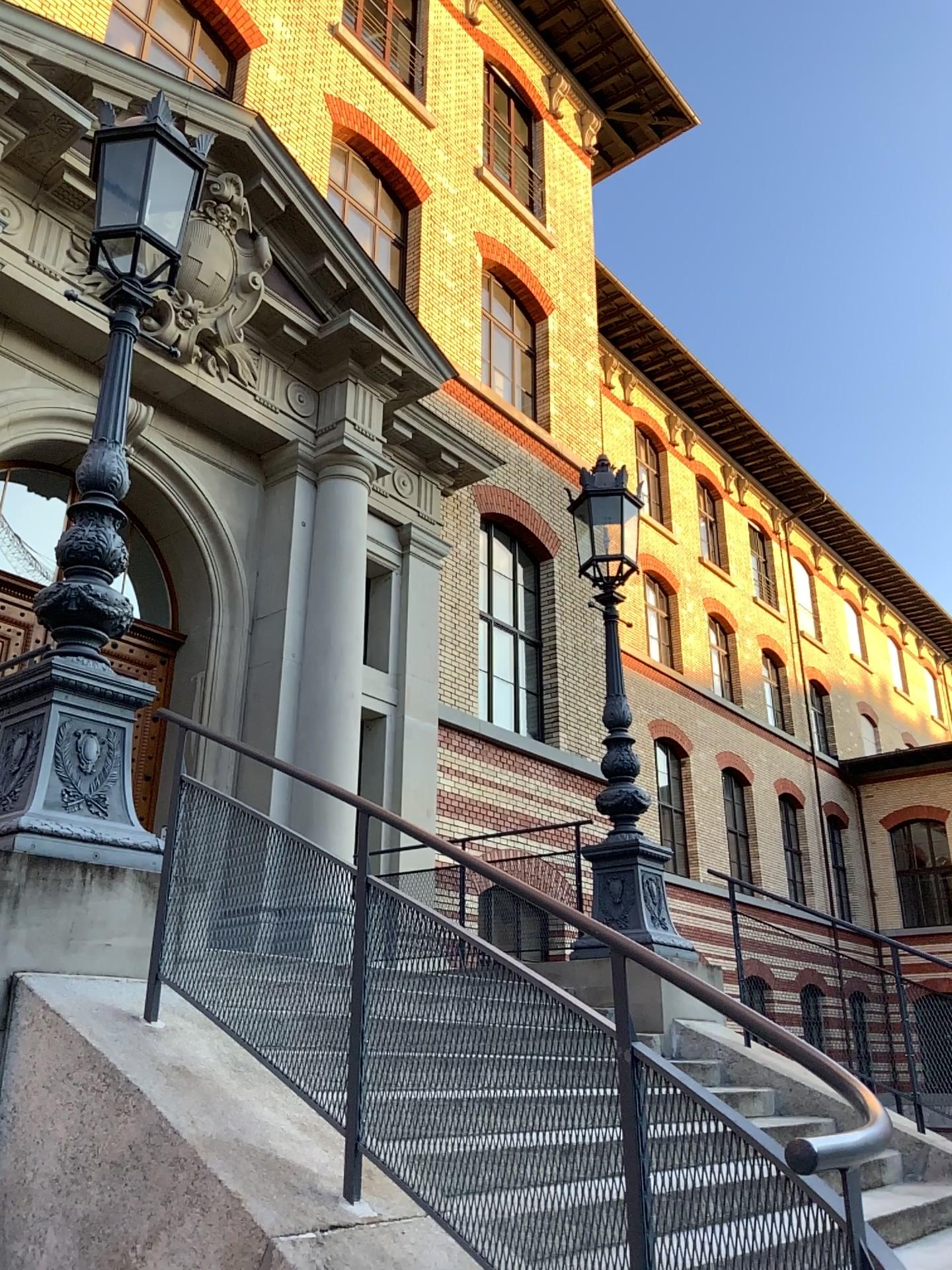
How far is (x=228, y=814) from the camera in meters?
3.5 m
